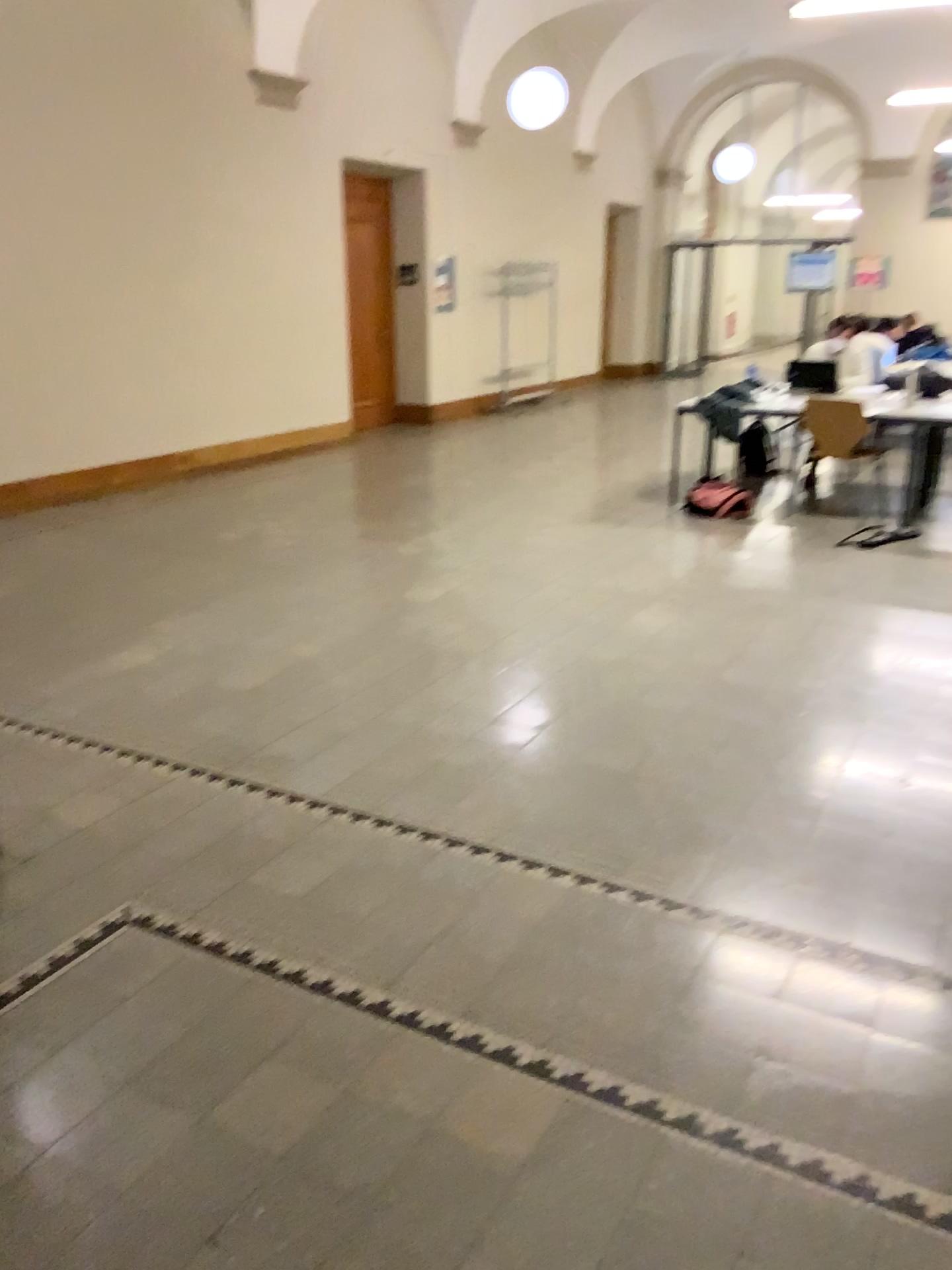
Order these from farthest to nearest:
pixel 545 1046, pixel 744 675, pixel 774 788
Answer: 1. pixel 744 675
2. pixel 774 788
3. pixel 545 1046
